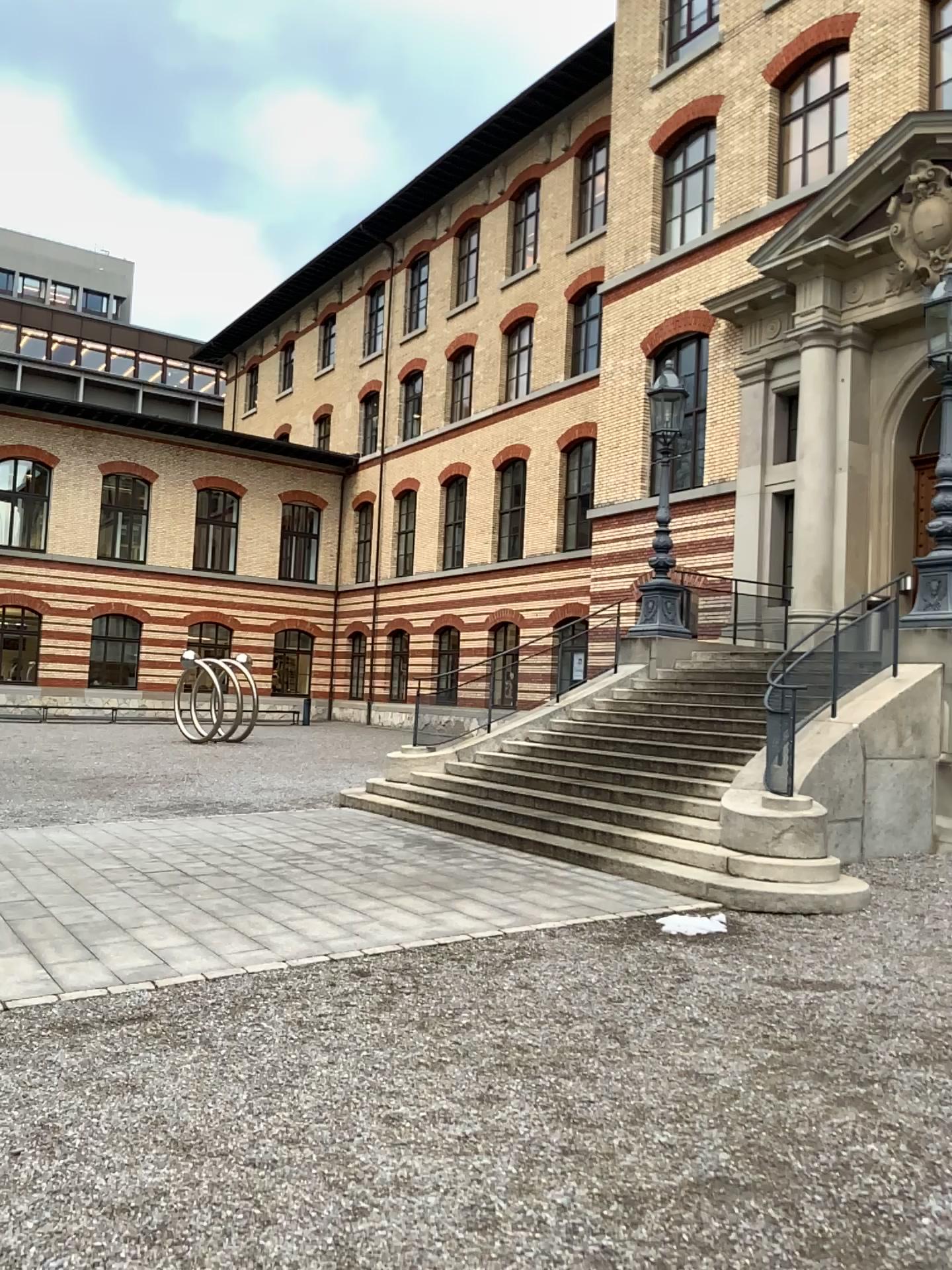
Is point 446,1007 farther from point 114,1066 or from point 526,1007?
point 114,1066
